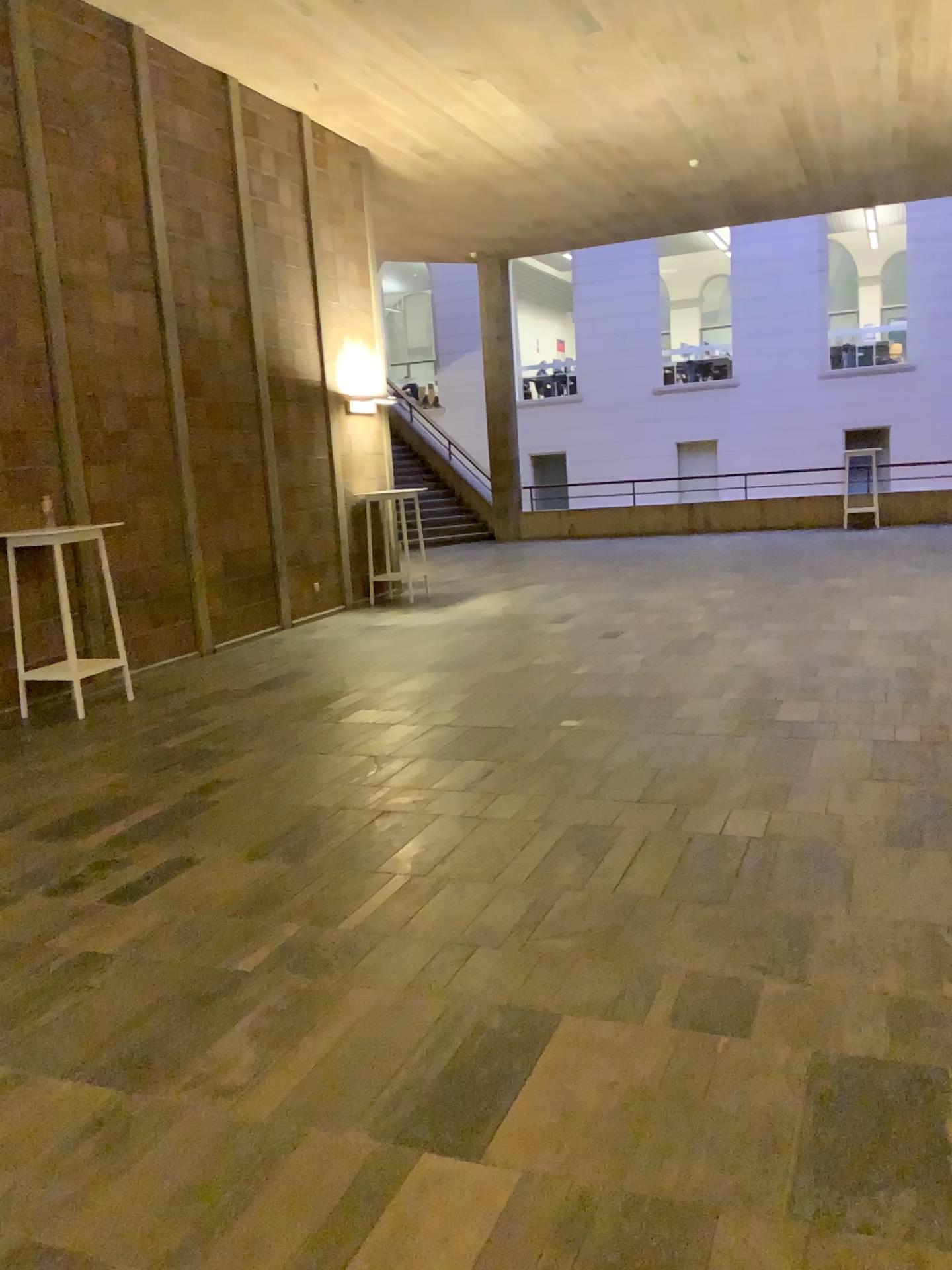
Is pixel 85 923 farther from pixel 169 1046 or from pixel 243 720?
pixel 243 720
